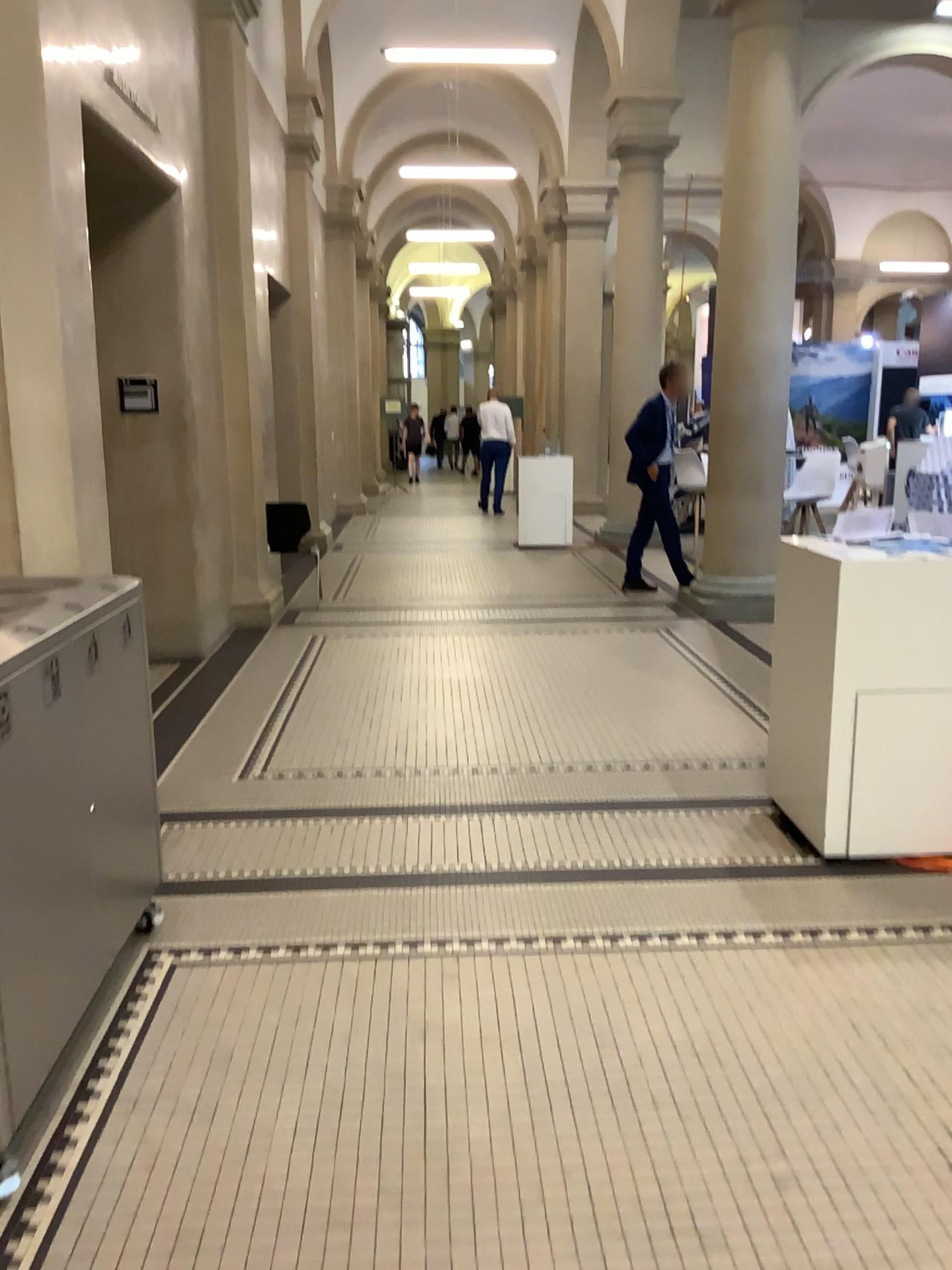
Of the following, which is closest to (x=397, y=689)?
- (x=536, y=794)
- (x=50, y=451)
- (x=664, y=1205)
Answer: (x=536, y=794)
